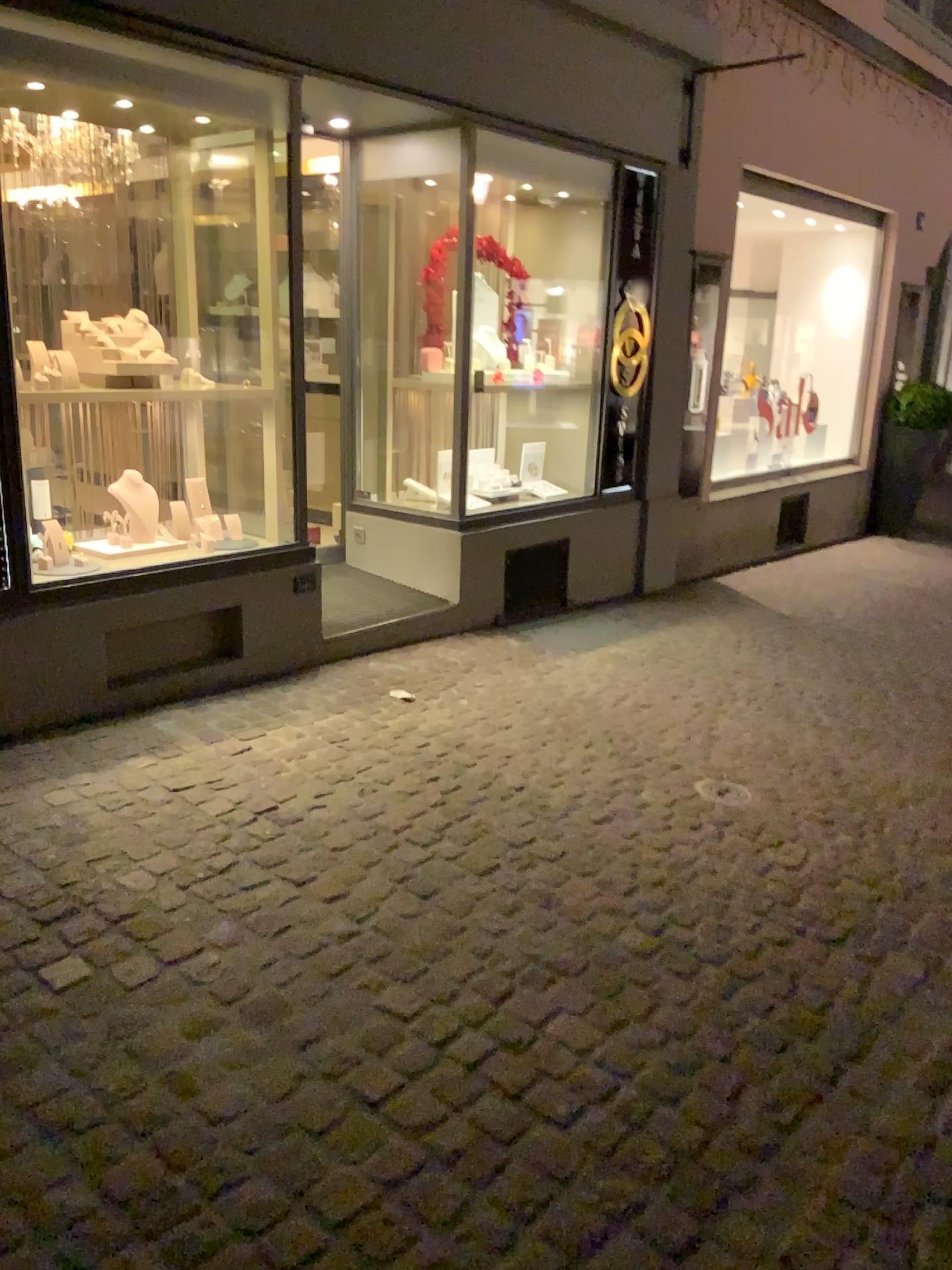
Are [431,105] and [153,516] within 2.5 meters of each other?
yes
